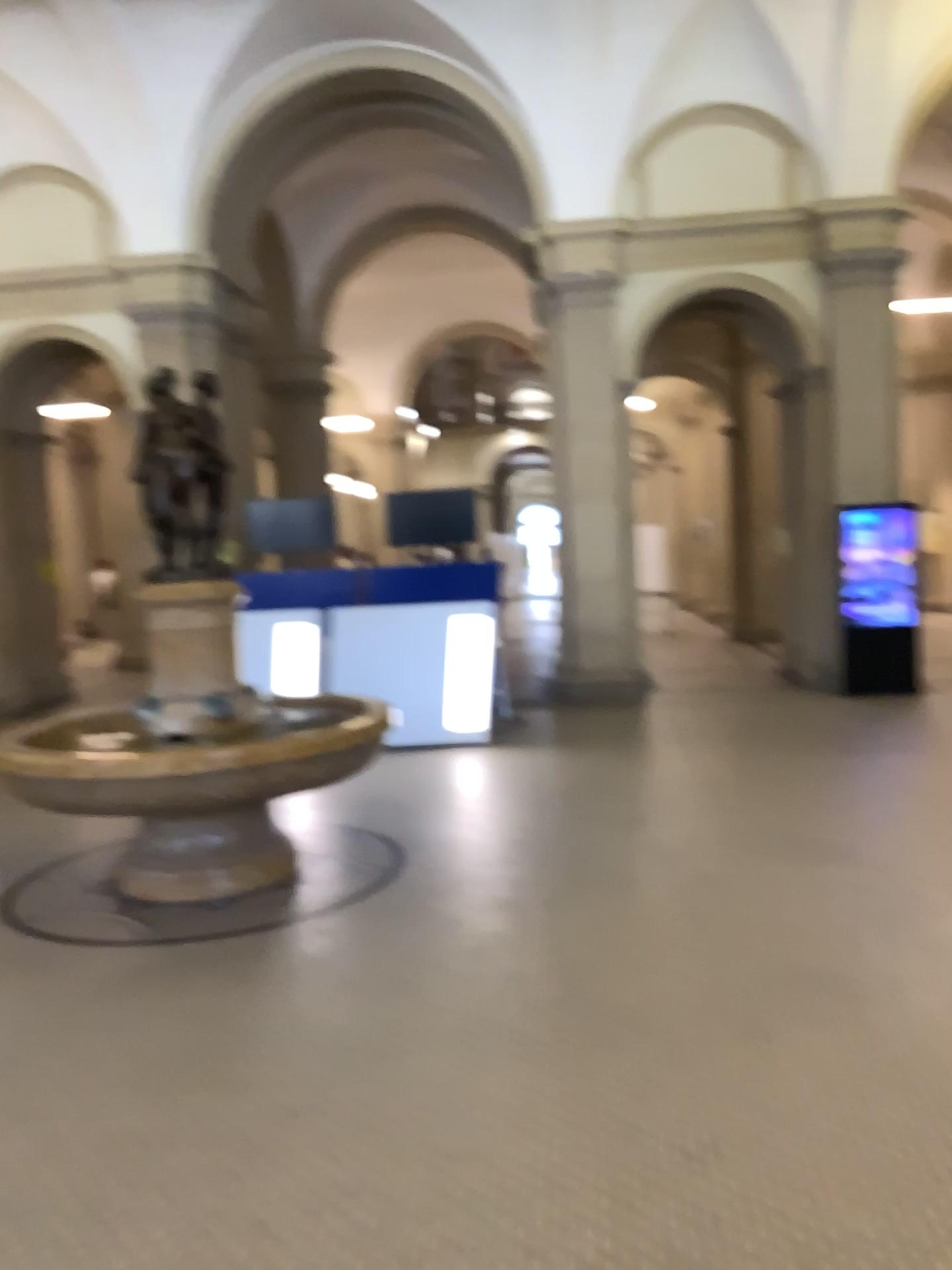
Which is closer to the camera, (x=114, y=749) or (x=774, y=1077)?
(x=774, y=1077)
